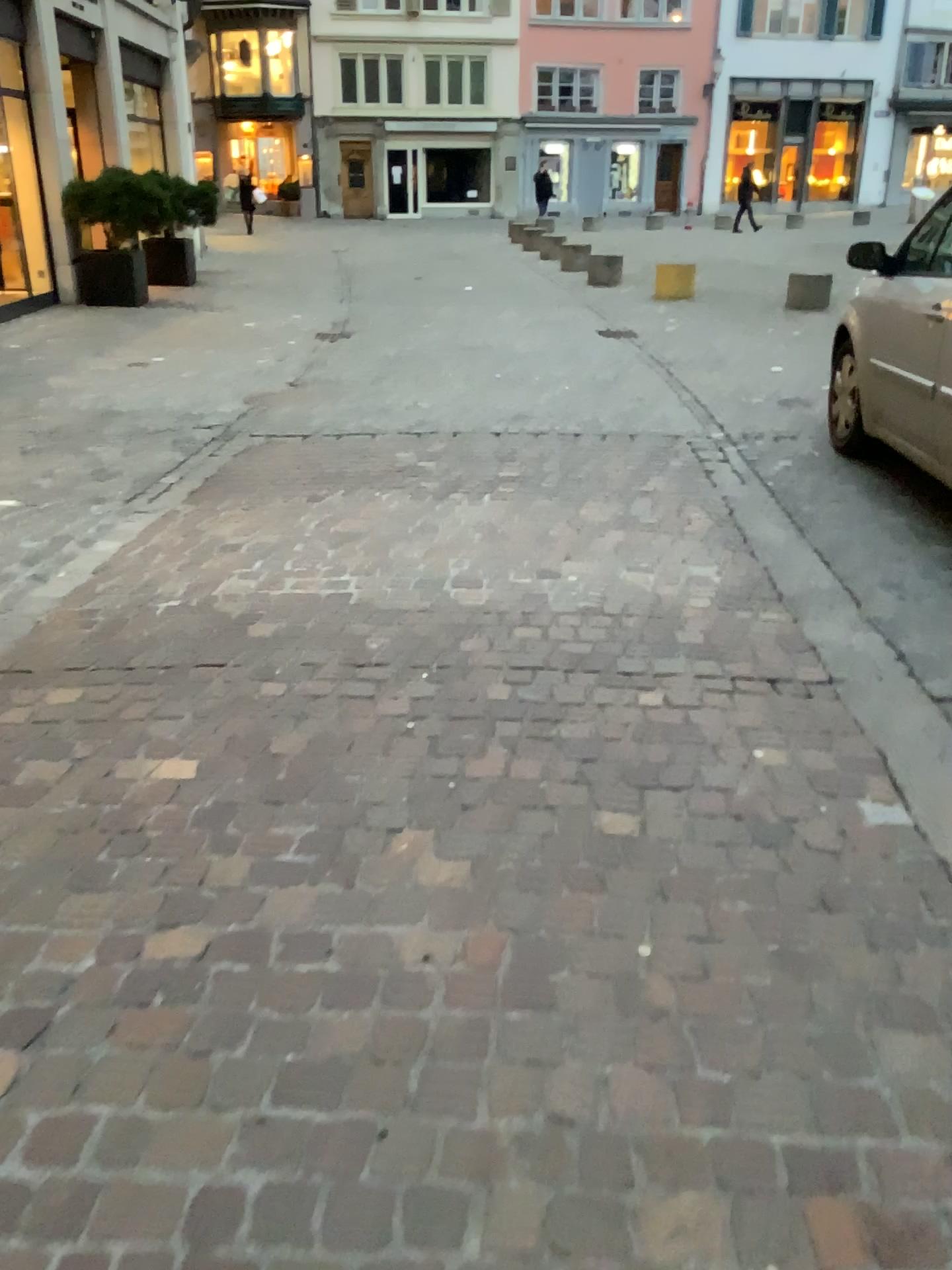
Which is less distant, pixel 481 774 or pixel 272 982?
pixel 272 982
